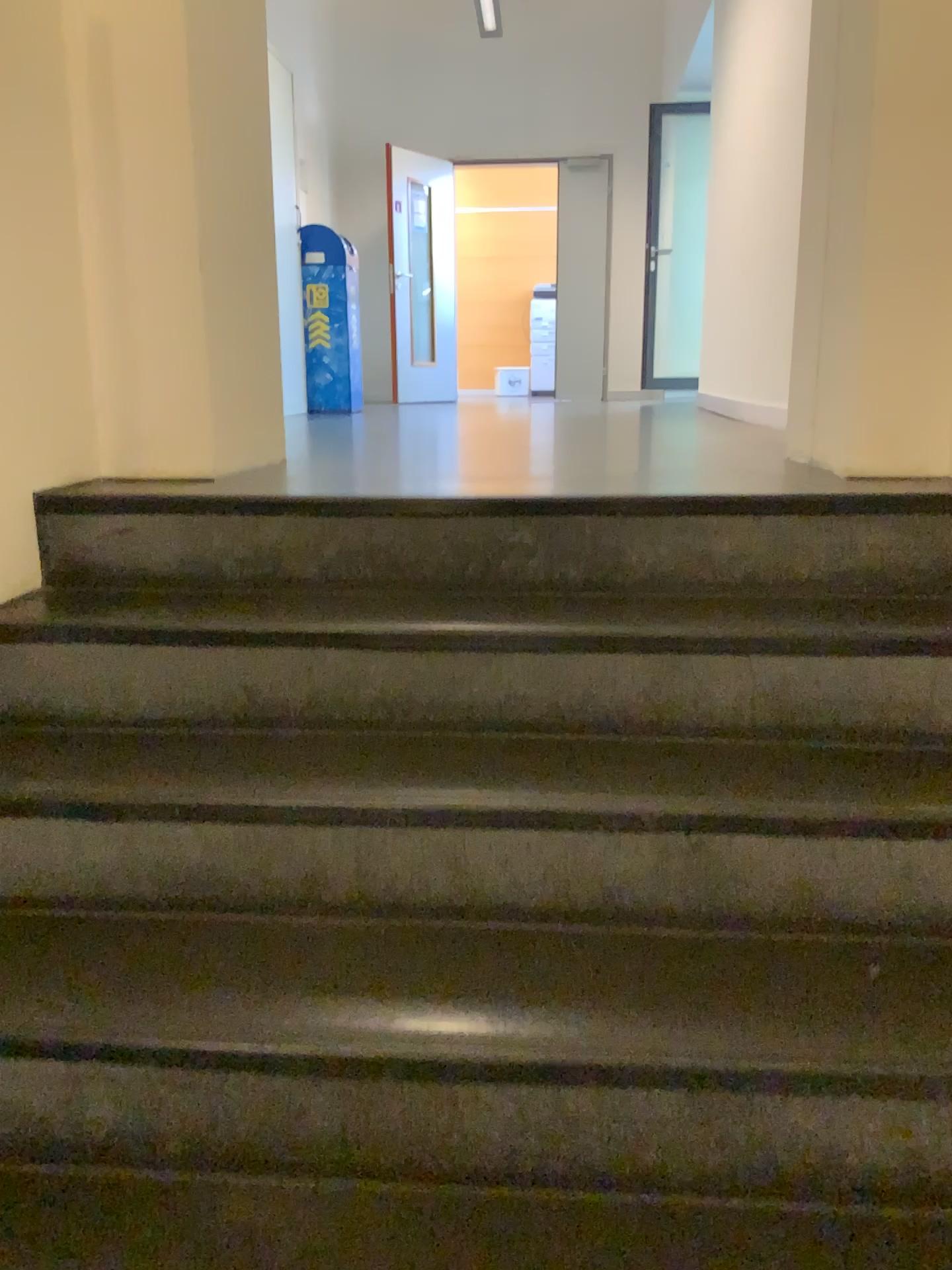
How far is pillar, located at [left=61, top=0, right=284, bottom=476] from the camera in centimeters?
198cm

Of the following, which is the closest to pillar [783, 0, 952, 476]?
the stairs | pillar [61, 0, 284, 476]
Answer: the stairs

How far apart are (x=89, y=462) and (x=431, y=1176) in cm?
148

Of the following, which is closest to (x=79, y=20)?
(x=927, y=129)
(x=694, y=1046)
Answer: (x=927, y=129)

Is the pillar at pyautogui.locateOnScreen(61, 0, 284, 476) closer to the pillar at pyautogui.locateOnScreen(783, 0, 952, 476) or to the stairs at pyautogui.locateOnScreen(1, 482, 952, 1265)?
the stairs at pyautogui.locateOnScreen(1, 482, 952, 1265)

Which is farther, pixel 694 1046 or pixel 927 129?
pixel 927 129

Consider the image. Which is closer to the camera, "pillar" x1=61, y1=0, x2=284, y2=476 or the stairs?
the stairs

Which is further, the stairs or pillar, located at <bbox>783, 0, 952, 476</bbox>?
pillar, located at <bbox>783, 0, 952, 476</bbox>

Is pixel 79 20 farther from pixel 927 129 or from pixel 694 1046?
pixel 694 1046
